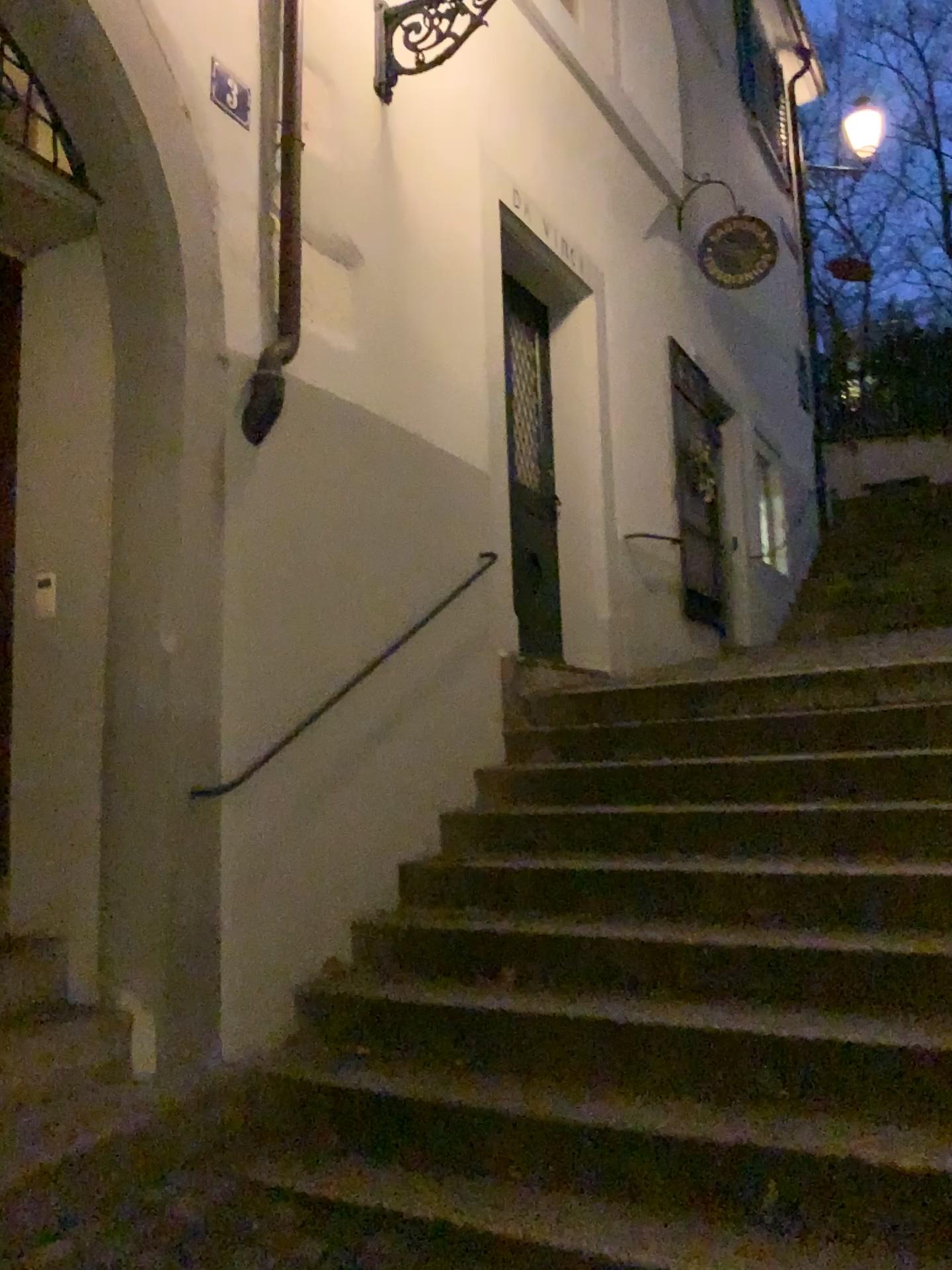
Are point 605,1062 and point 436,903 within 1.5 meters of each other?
yes

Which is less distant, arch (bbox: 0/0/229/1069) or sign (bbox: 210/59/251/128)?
arch (bbox: 0/0/229/1069)

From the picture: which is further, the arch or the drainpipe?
the drainpipe

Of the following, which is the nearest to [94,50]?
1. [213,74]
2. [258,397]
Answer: [213,74]

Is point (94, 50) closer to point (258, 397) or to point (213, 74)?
point (213, 74)

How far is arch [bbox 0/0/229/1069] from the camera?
3.1m

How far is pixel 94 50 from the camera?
3.1m
